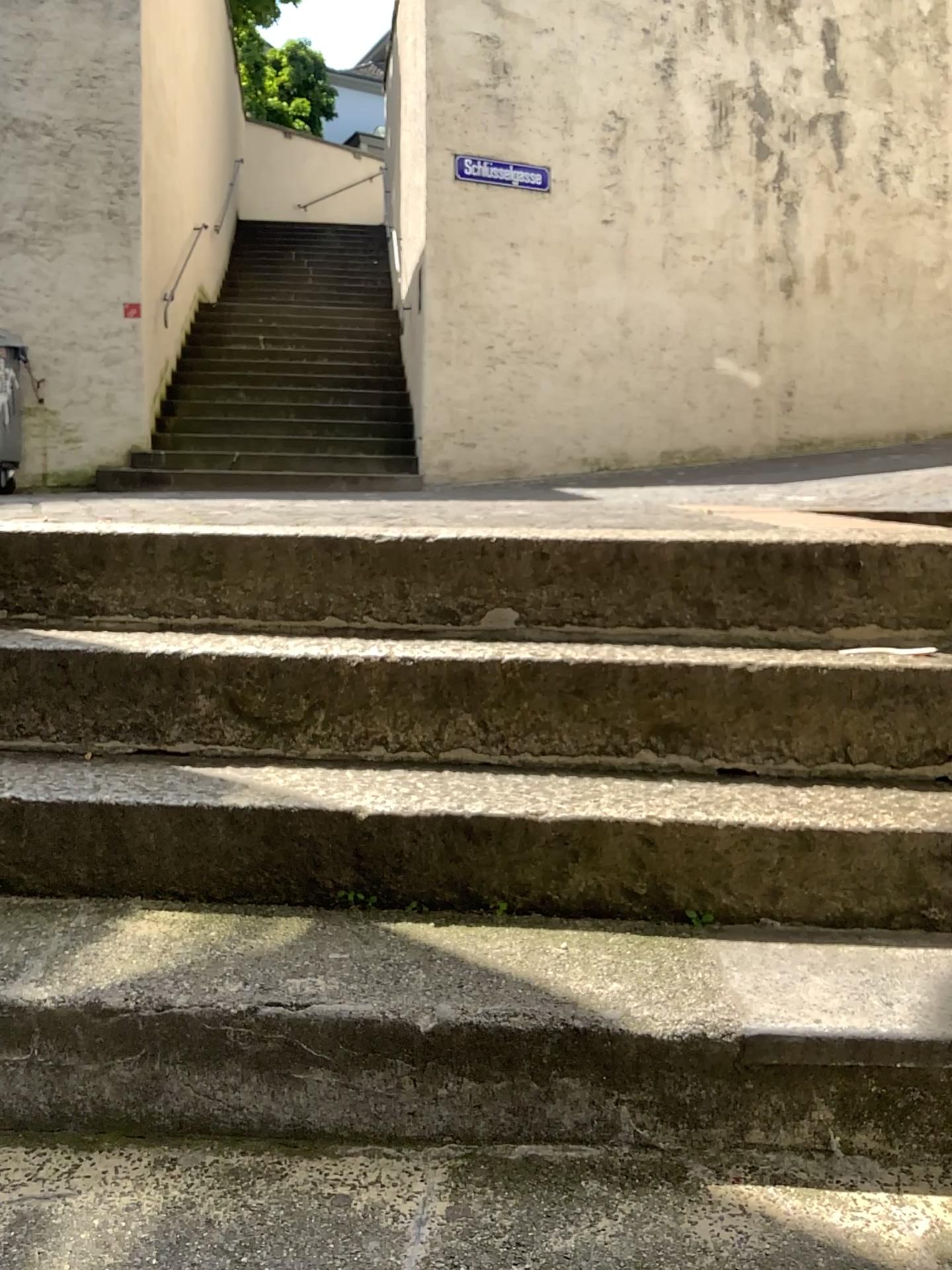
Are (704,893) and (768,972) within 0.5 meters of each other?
yes
